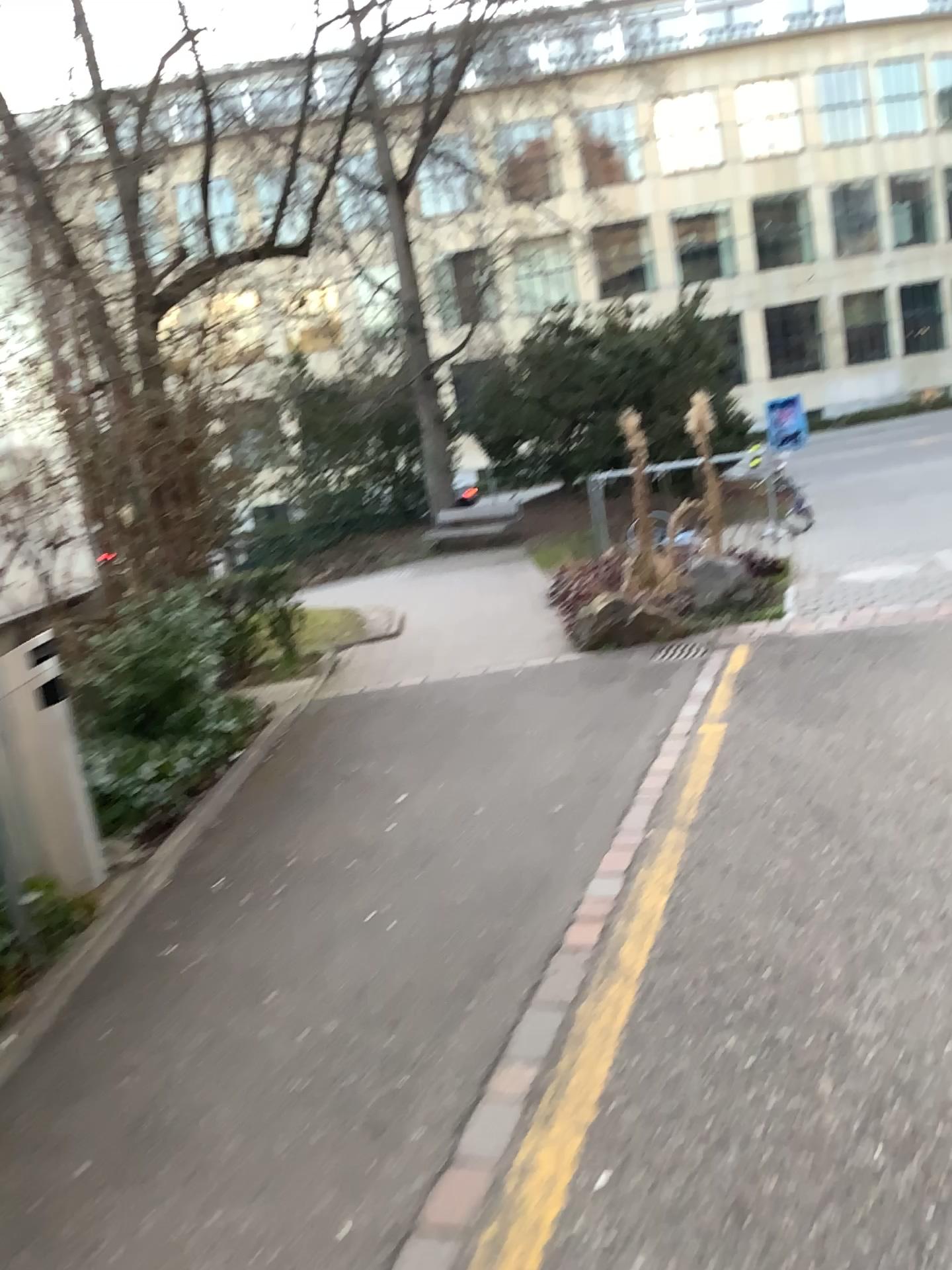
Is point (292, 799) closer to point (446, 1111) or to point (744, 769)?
point (744, 769)
